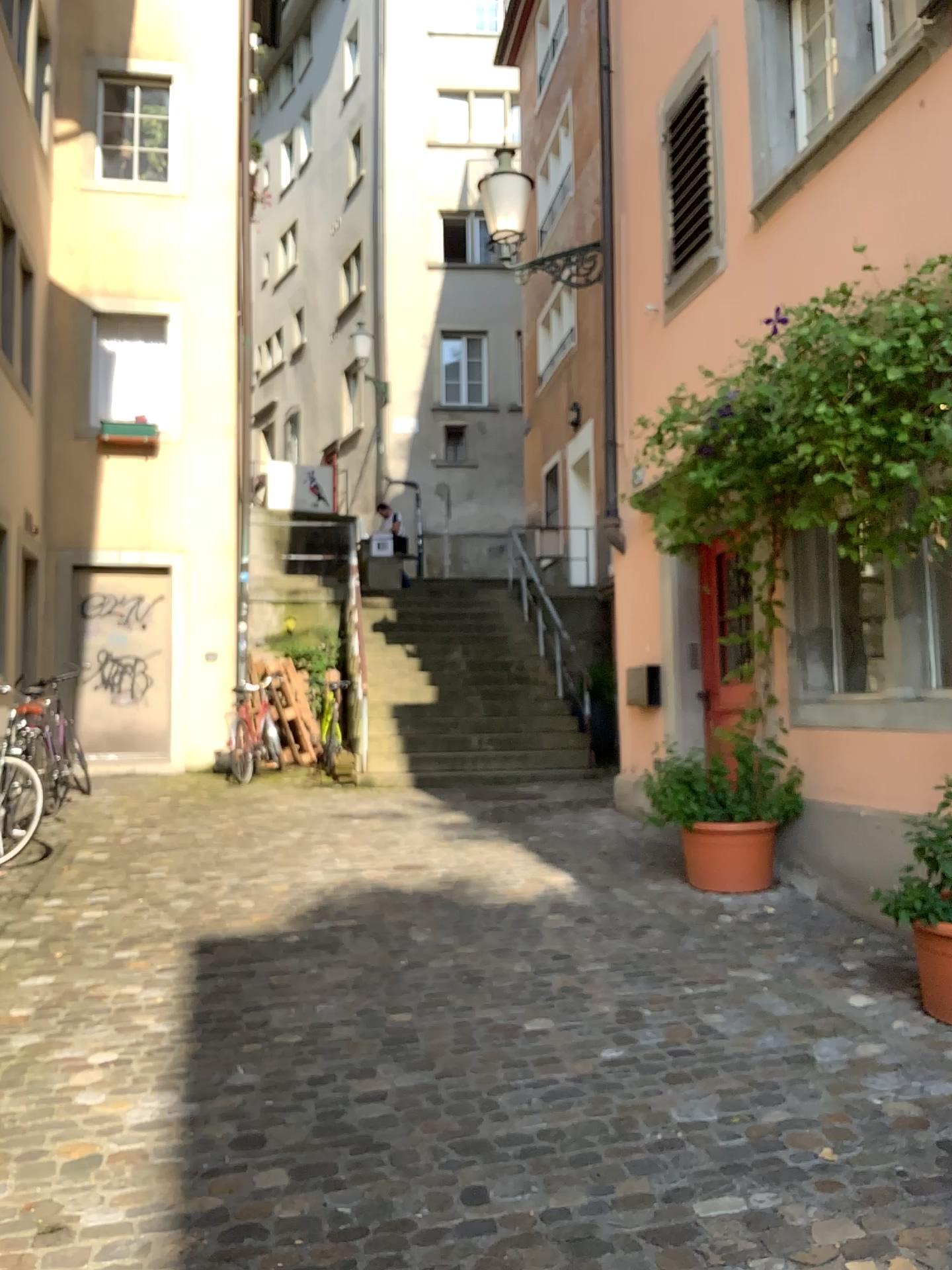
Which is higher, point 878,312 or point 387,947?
point 878,312
